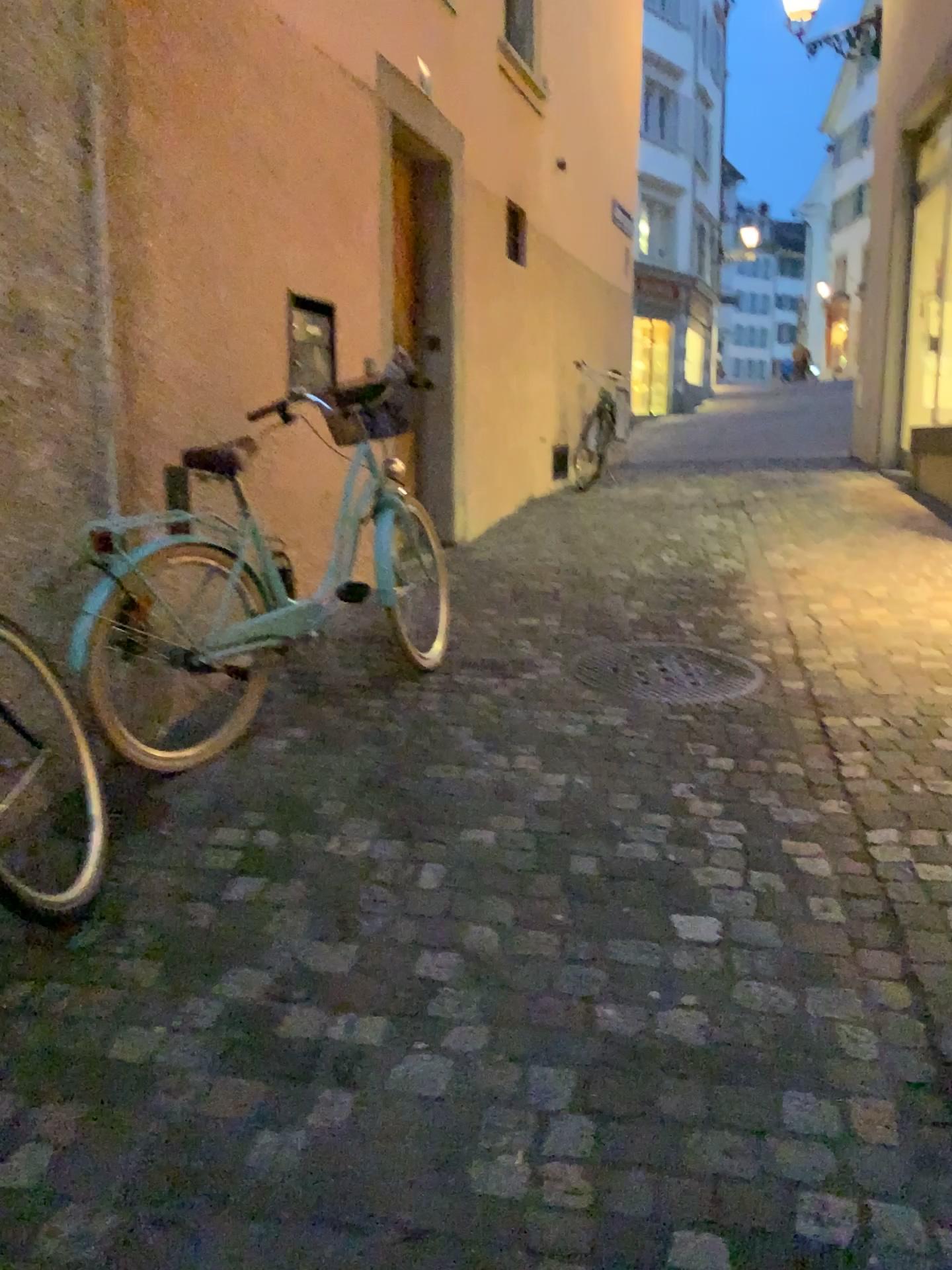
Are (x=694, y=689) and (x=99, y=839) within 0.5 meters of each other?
no

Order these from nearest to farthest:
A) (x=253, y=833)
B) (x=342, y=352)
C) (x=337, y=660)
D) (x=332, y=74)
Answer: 1. (x=253, y=833)
2. (x=337, y=660)
3. (x=332, y=74)
4. (x=342, y=352)

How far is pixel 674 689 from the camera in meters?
3.5 m

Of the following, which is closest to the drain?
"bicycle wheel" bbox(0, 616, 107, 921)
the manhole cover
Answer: the manhole cover

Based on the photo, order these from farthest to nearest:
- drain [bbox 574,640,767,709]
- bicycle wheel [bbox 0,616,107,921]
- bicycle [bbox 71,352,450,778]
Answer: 1. drain [bbox 574,640,767,709]
2. bicycle [bbox 71,352,450,778]
3. bicycle wheel [bbox 0,616,107,921]

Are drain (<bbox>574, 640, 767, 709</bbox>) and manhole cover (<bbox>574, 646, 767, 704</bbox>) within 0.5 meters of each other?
yes

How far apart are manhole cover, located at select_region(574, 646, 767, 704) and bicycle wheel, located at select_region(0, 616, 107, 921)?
1.7 meters

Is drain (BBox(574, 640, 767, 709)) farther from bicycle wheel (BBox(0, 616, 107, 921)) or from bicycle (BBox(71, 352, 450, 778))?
bicycle wheel (BBox(0, 616, 107, 921))

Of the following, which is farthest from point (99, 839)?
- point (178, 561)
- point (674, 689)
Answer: point (674, 689)

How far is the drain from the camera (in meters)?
3.48
